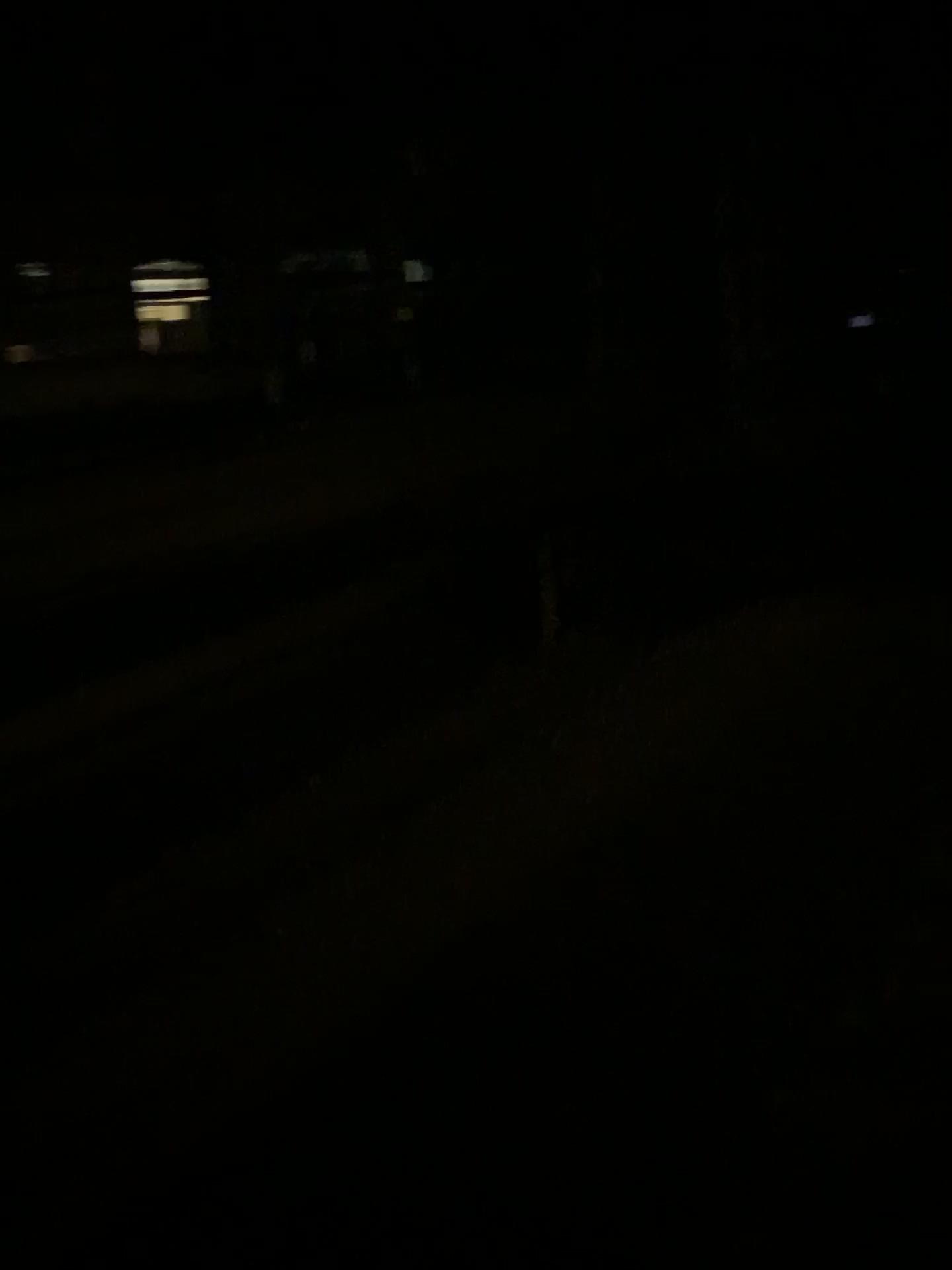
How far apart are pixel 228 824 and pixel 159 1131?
1.5 meters
